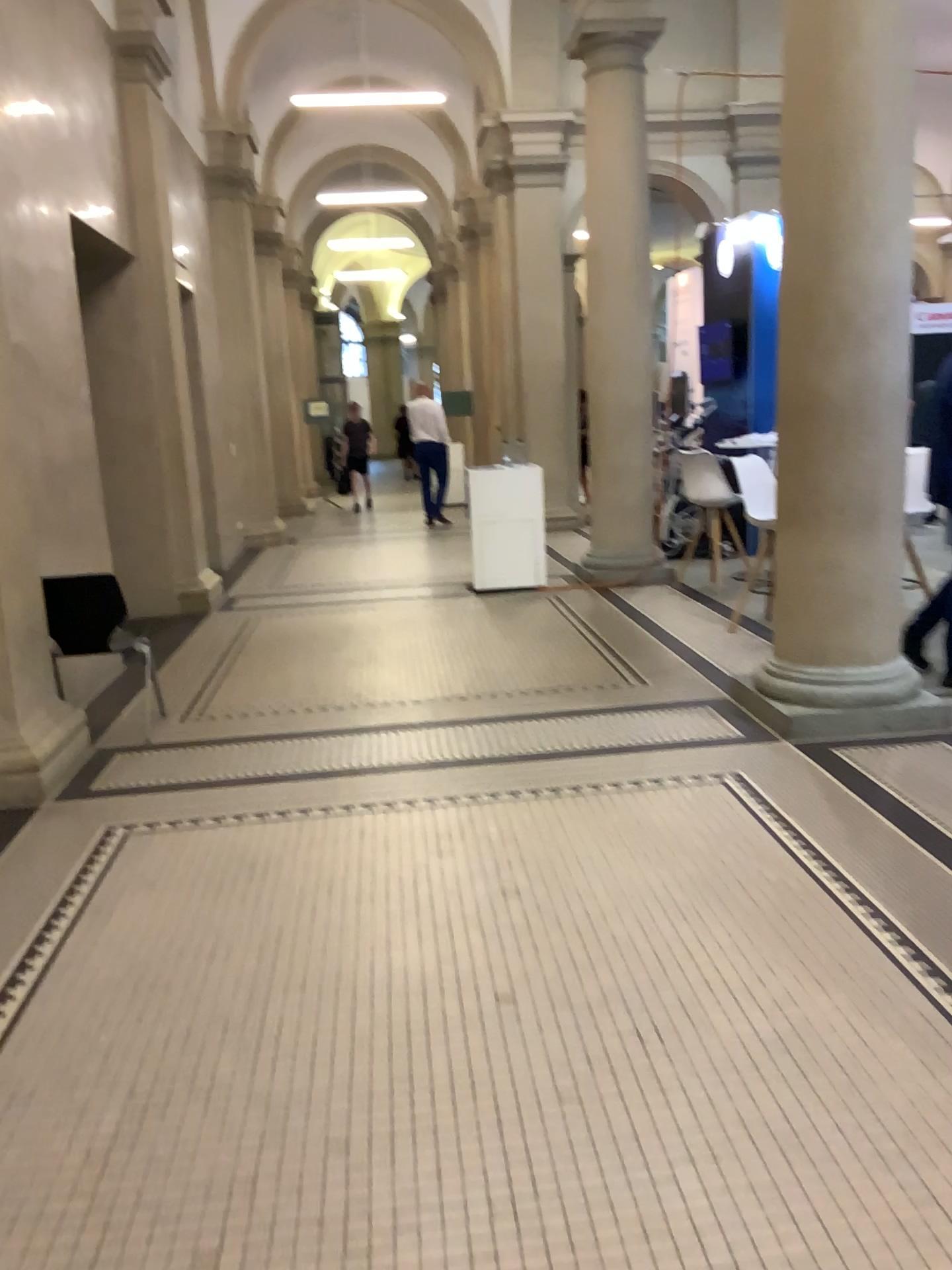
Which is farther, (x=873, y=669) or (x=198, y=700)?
(x=198, y=700)
